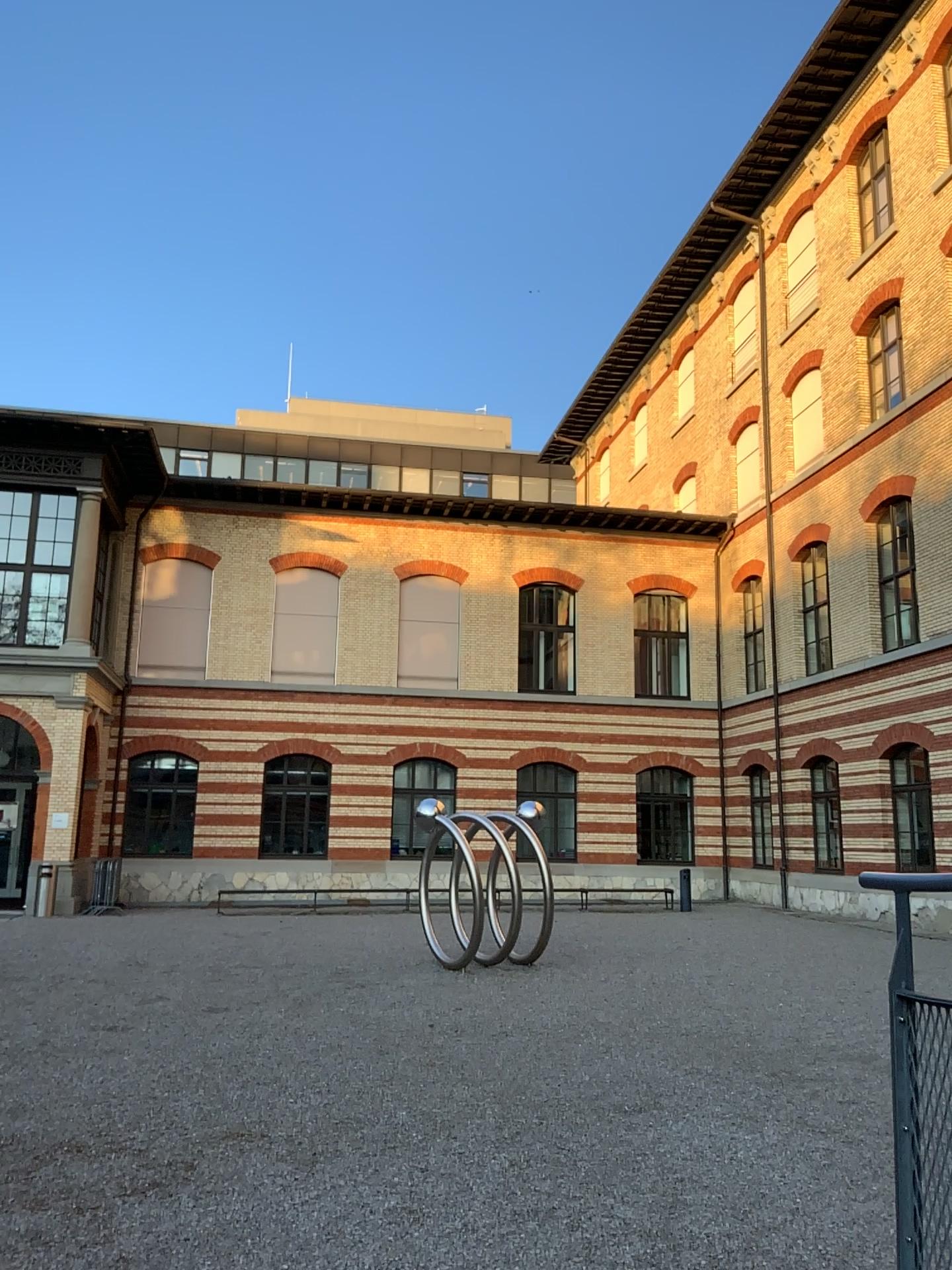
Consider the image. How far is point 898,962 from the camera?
1.97m
